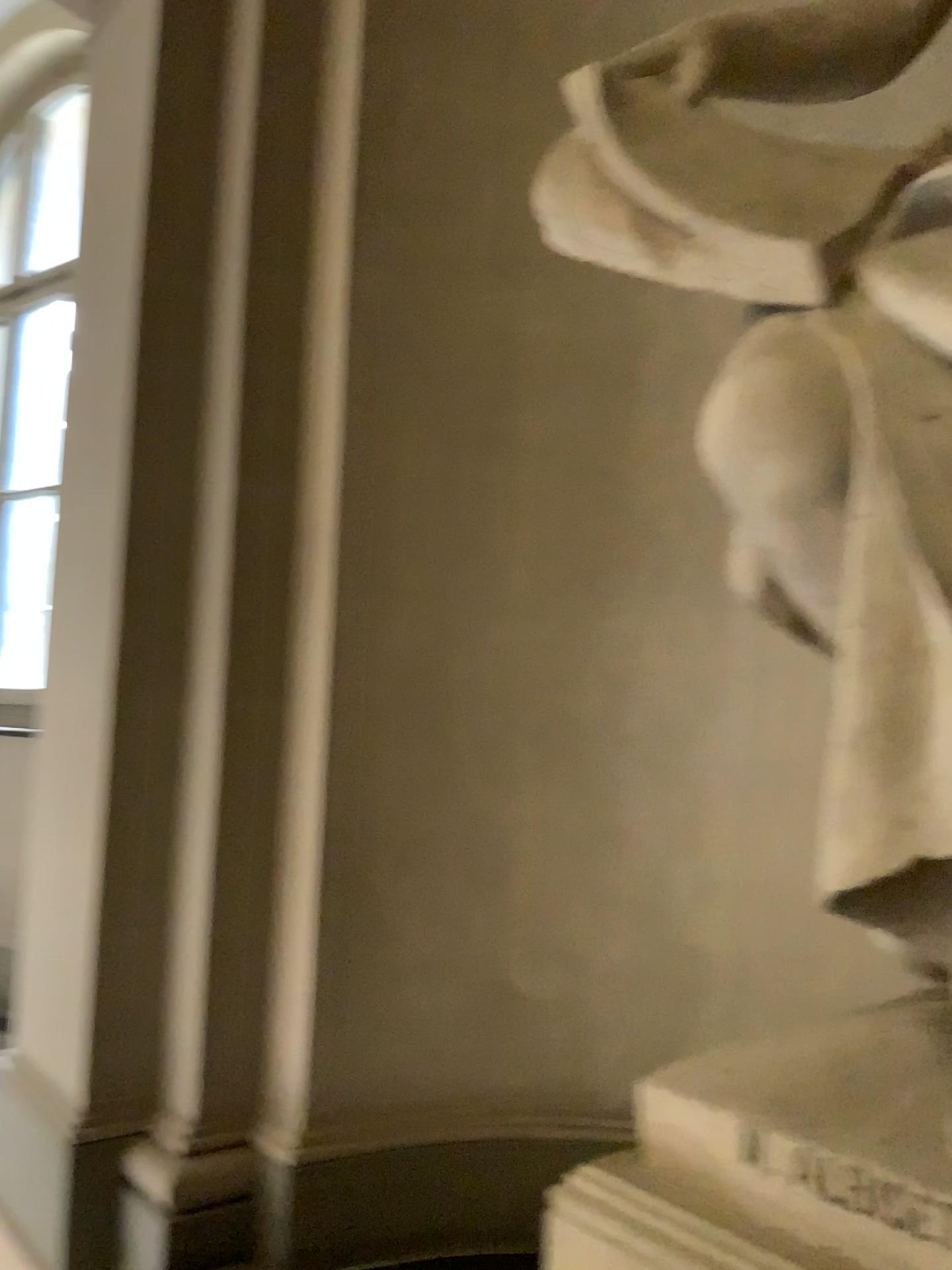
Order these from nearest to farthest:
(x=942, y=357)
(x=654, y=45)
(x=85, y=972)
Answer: (x=942, y=357) → (x=654, y=45) → (x=85, y=972)

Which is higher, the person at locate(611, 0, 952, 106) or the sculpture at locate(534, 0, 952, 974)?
the person at locate(611, 0, 952, 106)

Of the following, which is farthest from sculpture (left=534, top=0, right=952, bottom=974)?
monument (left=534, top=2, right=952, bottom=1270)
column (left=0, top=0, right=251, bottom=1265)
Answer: column (left=0, top=0, right=251, bottom=1265)

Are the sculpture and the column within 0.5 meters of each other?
no

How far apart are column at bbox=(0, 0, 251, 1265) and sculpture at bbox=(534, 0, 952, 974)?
1.2m

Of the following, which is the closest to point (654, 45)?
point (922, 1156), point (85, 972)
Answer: point (922, 1156)

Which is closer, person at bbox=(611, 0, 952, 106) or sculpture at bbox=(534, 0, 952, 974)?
sculpture at bbox=(534, 0, 952, 974)

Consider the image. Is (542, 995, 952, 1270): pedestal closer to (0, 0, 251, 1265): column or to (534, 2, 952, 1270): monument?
(534, 2, 952, 1270): monument

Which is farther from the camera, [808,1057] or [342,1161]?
[342,1161]

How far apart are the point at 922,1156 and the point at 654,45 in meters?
1.6 m
